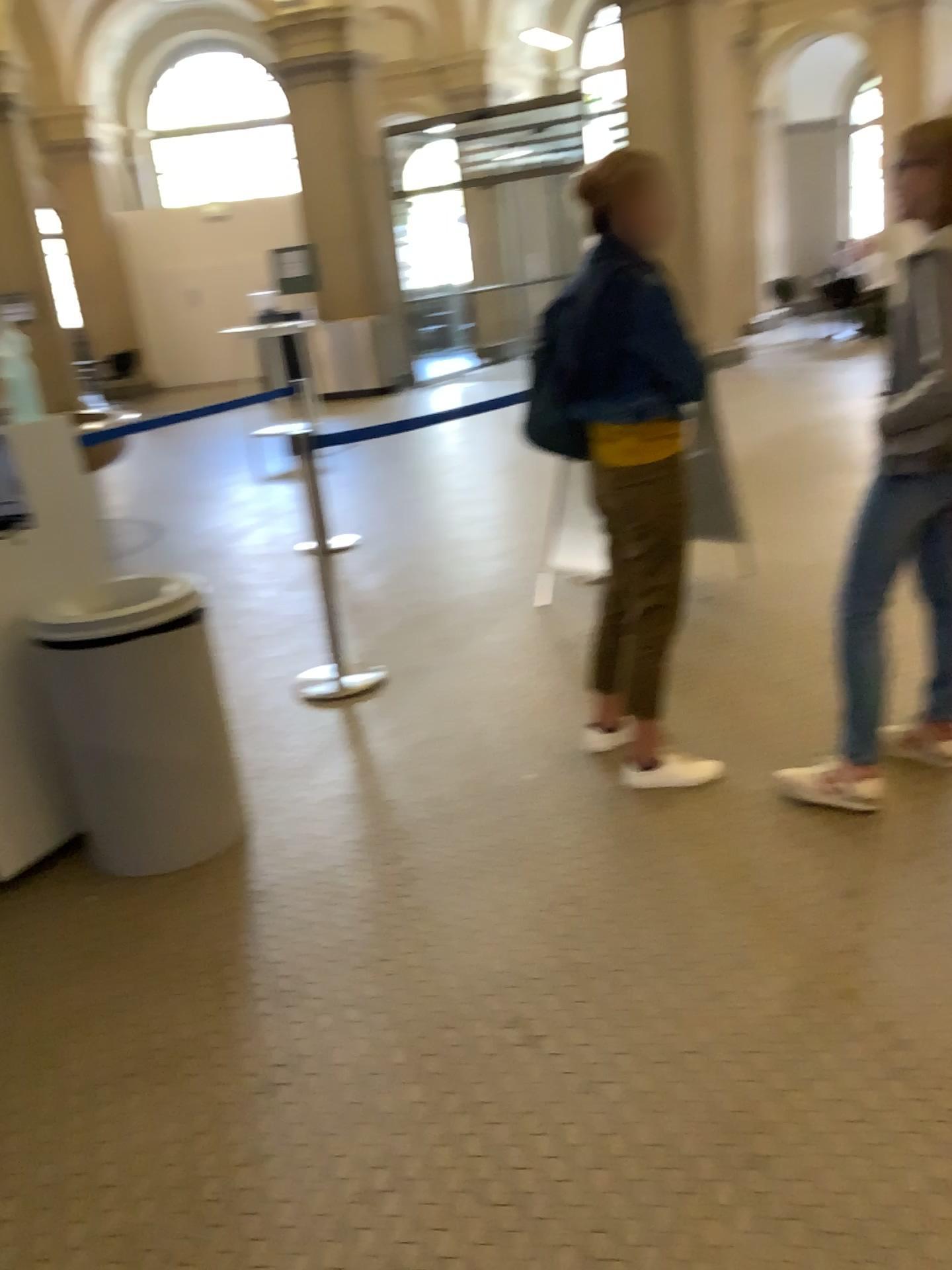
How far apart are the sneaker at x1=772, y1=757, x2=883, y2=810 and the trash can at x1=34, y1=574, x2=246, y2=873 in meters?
1.5 m

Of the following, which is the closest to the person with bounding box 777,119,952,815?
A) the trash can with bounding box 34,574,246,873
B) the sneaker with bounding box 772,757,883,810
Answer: the sneaker with bounding box 772,757,883,810

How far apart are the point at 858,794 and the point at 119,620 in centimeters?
193cm

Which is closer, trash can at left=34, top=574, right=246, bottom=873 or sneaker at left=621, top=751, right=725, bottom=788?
trash can at left=34, top=574, right=246, bottom=873

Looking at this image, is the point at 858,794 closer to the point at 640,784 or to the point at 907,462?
the point at 640,784

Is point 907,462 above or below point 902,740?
above

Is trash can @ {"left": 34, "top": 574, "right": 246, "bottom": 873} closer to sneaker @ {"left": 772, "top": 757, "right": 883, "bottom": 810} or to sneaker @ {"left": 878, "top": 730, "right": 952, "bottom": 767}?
sneaker @ {"left": 772, "top": 757, "right": 883, "bottom": 810}

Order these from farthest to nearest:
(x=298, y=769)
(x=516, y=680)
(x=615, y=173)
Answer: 1. (x=516, y=680)
2. (x=298, y=769)
3. (x=615, y=173)

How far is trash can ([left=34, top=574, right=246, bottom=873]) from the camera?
2.7 meters

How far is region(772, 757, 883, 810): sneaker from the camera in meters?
2.7
